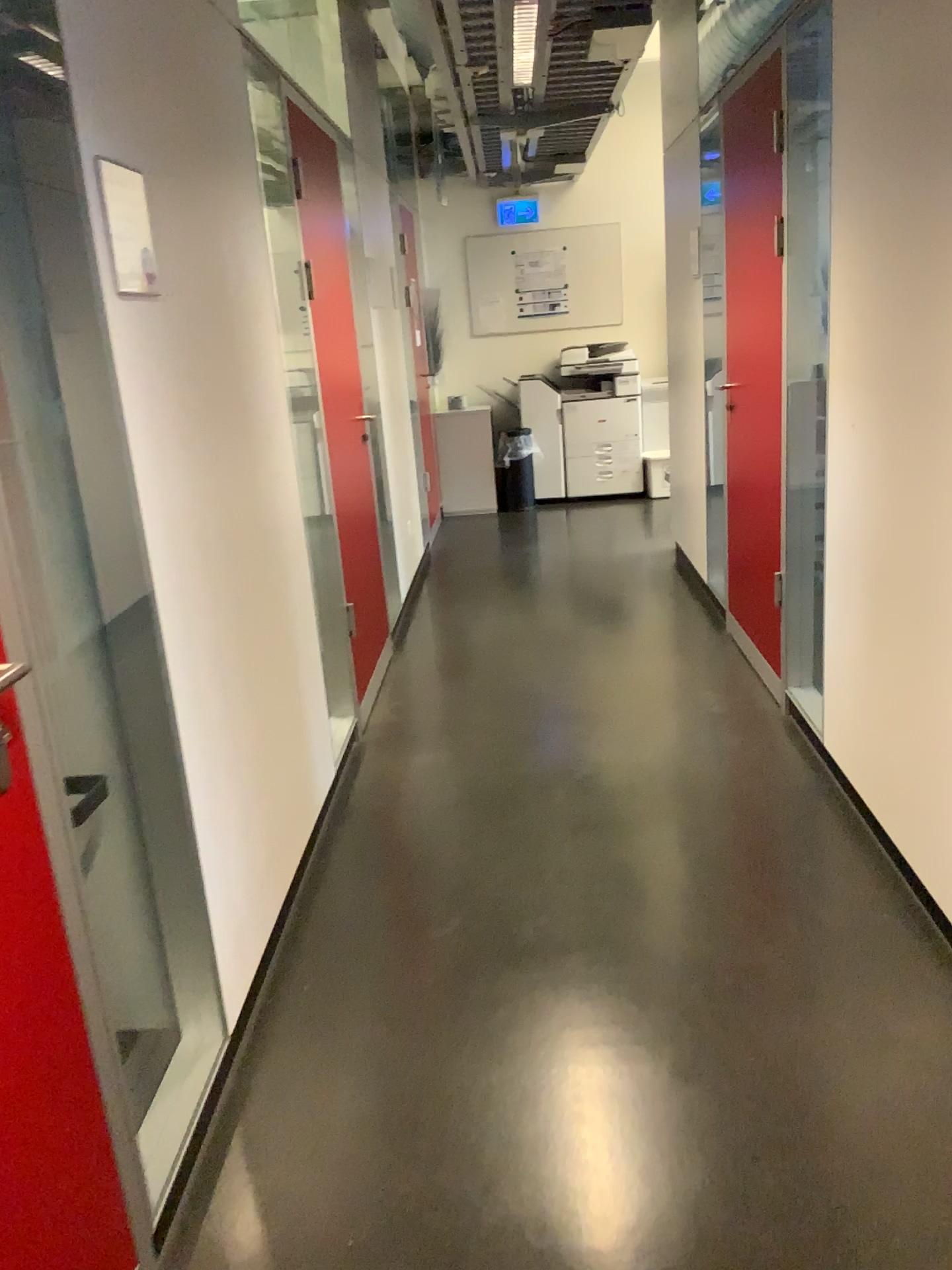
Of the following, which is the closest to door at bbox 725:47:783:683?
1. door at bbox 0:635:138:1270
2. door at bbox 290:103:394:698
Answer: door at bbox 290:103:394:698

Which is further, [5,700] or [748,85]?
[748,85]

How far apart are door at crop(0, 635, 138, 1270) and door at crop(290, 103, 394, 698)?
2.4 meters

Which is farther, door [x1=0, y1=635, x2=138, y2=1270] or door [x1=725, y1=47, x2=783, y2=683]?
door [x1=725, y1=47, x2=783, y2=683]

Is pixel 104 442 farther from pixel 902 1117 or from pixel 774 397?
pixel 774 397

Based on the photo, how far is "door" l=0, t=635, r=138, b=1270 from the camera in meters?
1.3 m

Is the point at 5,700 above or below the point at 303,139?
below

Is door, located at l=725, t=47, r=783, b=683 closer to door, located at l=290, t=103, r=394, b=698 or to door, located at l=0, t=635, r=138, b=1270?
door, located at l=290, t=103, r=394, b=698

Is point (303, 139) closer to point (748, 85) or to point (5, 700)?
point (748, 85)
